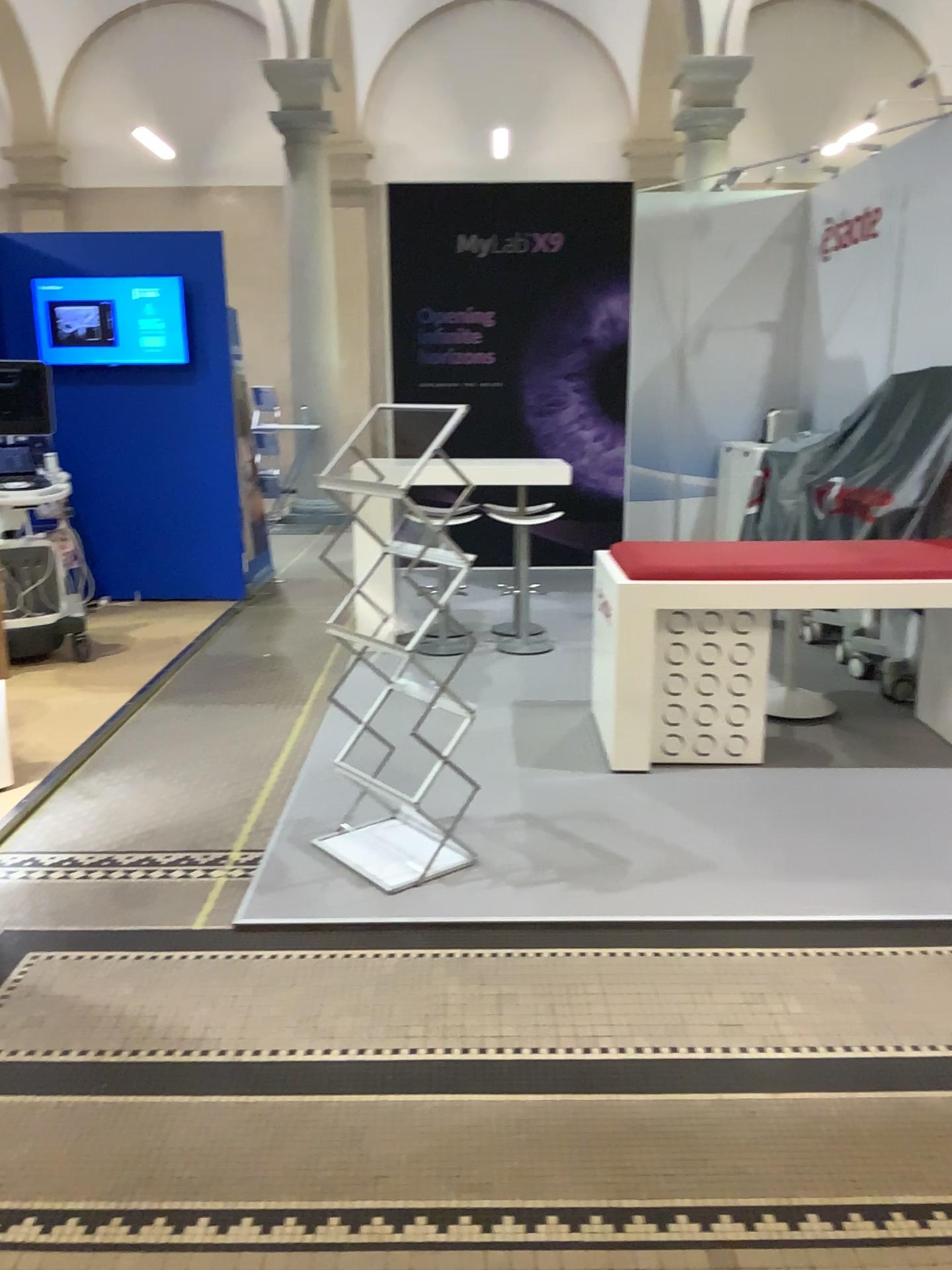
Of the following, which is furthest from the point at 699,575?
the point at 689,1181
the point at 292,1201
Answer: the point at 292,1201
